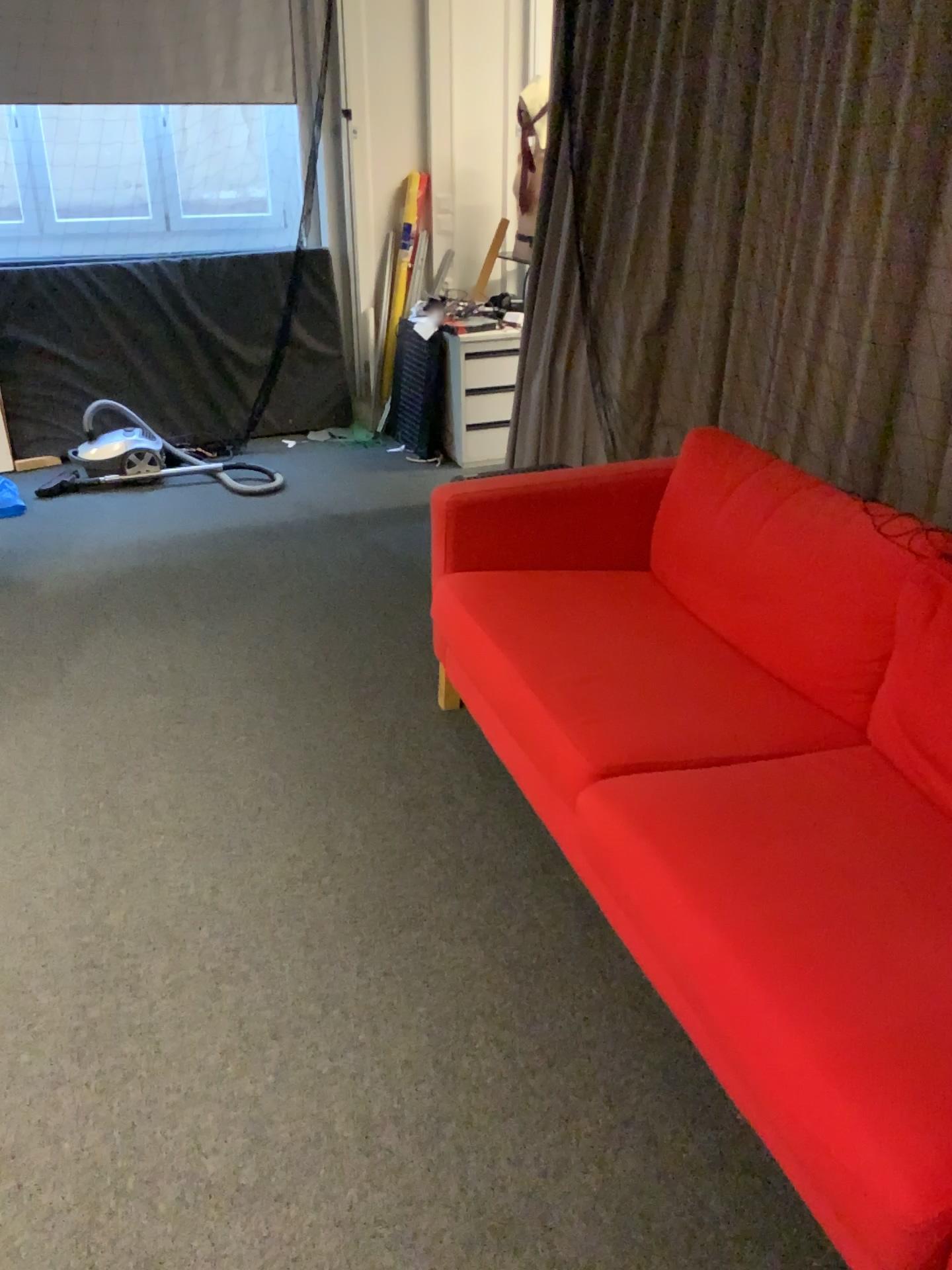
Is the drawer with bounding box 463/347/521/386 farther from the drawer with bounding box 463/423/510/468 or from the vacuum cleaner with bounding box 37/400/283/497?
the vacuum cleaner with bounding box 37/400/283/497

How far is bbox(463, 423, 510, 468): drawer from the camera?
4.9m

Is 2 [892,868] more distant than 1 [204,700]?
No

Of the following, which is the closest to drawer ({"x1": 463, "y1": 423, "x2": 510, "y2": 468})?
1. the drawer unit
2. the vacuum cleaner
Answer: the drawer unit

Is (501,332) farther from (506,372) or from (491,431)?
(491,431)

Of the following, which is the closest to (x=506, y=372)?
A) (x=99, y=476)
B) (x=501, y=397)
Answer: (x=501, y=397)

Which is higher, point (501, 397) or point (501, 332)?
point (501, 332)

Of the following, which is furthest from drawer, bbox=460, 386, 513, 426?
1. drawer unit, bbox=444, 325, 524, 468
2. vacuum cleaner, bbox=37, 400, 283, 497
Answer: vacuum cleaner, bbox=37, 400, 283, 497

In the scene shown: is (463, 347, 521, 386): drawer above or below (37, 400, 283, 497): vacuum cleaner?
above
